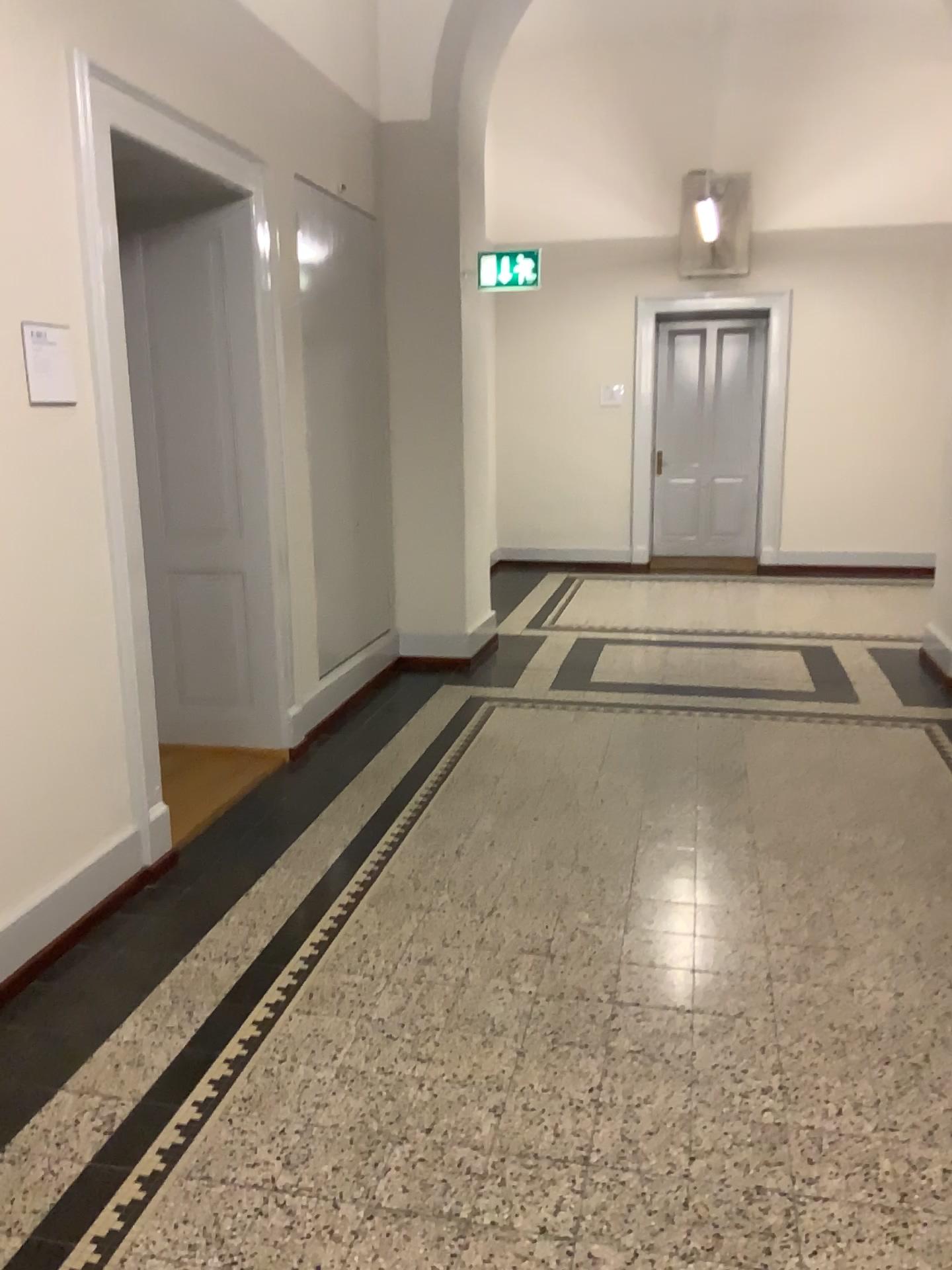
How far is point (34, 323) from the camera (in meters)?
2.85

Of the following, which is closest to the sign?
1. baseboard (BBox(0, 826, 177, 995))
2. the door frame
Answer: the door frame

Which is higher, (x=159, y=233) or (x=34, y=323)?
(x=159, y=233)

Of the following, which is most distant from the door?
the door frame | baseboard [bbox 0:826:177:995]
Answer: baseboard [bbox 0:826:177:995]

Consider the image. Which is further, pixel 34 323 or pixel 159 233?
pixel 159 233

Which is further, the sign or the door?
the door

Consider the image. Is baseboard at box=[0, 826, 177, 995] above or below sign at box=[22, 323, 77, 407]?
below

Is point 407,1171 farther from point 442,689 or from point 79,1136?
point 442,689

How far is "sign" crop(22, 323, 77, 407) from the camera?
2.9m

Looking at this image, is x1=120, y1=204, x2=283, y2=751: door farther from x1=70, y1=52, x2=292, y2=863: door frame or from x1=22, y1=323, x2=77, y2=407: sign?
x1=22, y1=323, x2=77, y2=407: sign
